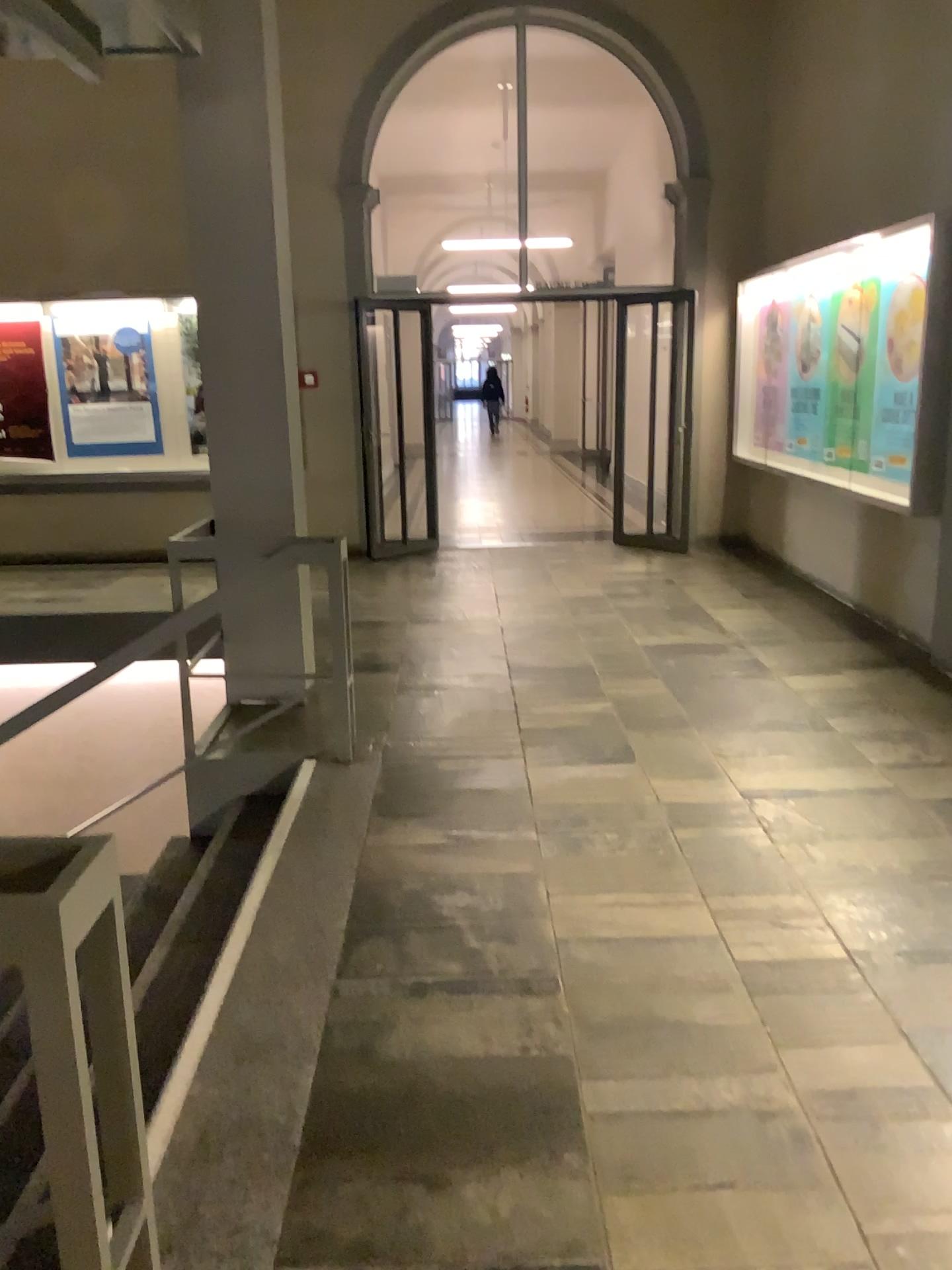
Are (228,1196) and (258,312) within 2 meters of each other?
no
